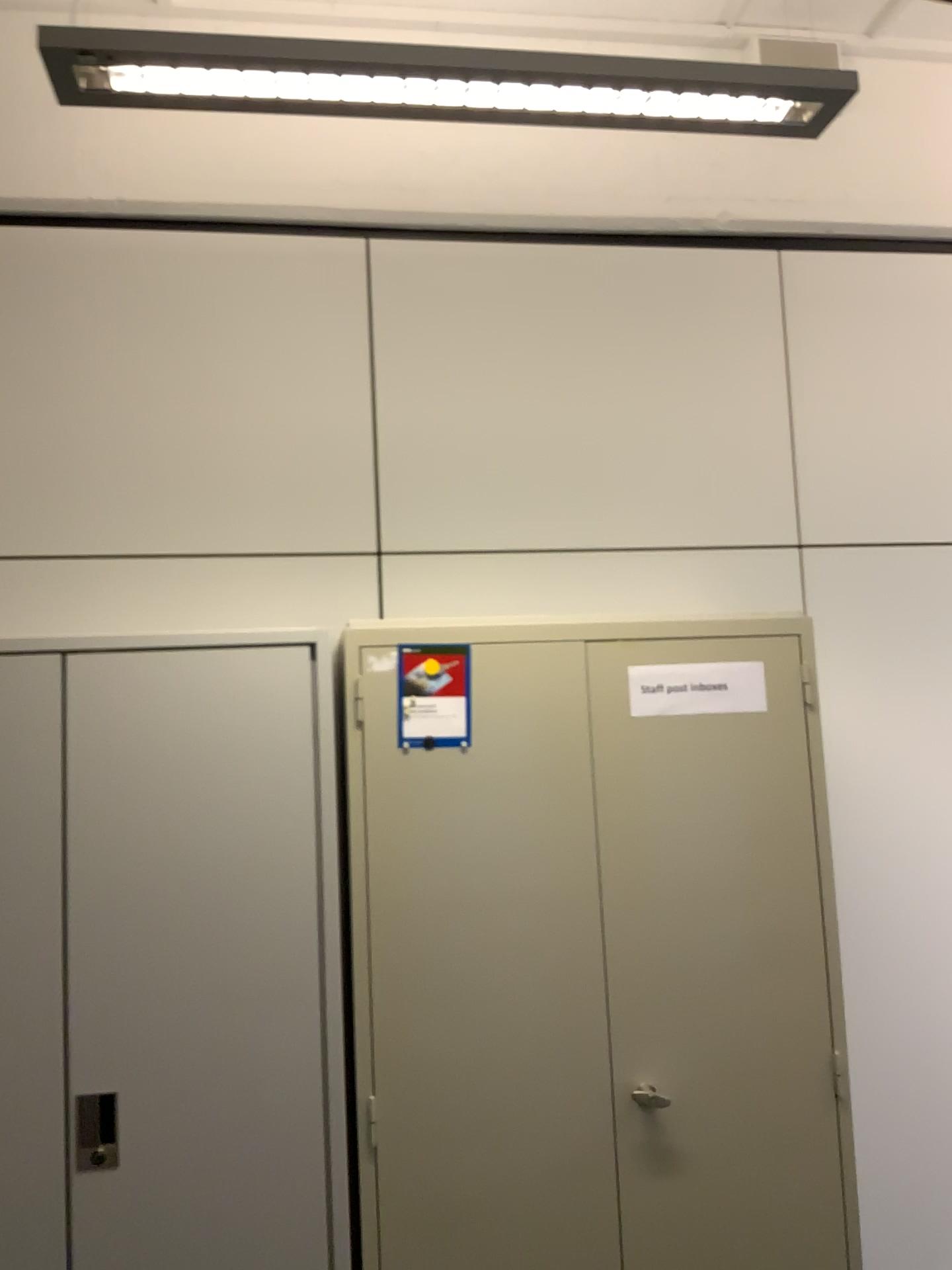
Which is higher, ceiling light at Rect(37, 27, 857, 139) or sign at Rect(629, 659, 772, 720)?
ceiling light at Rect(37, 27, 857, 139)

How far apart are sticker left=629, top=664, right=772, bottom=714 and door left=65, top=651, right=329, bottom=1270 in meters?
0.7

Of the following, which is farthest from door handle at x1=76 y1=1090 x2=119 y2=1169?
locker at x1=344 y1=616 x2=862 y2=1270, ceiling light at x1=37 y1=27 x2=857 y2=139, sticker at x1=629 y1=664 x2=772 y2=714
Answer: ceiling light at x1=37 y1=27 x2=857 y2=139

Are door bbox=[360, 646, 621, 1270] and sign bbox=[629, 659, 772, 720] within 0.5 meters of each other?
yes

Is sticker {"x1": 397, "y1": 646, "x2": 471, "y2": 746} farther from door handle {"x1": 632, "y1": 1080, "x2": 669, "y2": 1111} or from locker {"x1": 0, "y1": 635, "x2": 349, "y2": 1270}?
door handle {"x1": 632, "y1": 1080, "x2": 669, "y2": 1111}

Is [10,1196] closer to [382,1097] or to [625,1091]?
Result: [382,1097]

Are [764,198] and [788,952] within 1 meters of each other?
no

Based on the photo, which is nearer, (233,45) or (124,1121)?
(233,45)

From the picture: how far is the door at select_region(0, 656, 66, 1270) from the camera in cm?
191

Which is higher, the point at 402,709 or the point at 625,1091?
the point at 402,709
